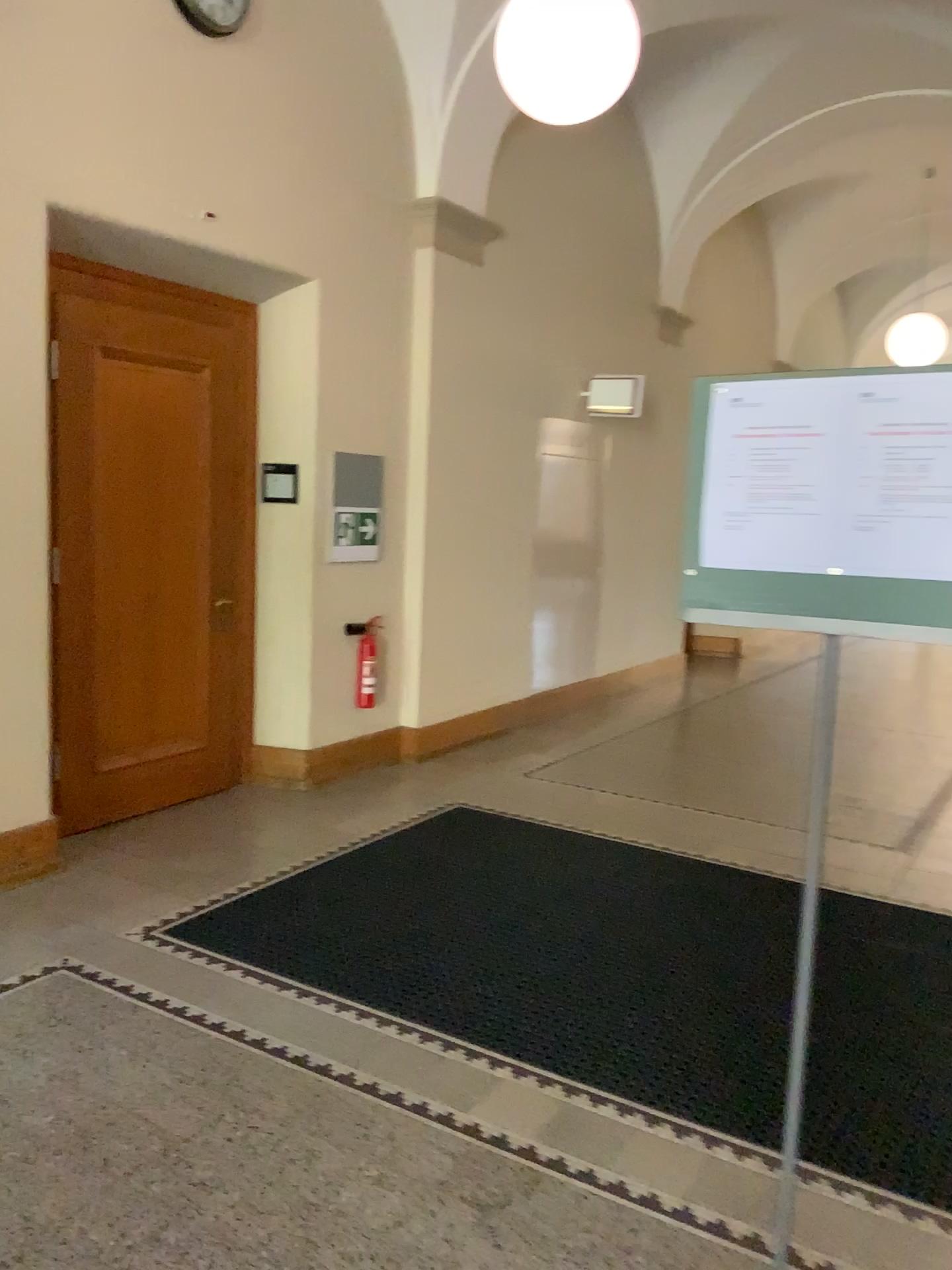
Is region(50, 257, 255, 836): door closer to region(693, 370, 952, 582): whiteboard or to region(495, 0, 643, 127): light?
region(495, 0, 643, 127): light

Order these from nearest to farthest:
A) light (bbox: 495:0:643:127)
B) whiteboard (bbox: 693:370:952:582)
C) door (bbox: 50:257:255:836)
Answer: whiteboard (bbox: 693:370:952:582) < light (bbox: 495:0:643:127) < door (bbox: 50:257:255:836)

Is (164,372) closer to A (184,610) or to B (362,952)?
A (184,610)

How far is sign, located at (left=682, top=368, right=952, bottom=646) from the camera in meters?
1.5 m

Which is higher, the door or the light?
the light

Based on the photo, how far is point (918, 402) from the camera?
1.5m

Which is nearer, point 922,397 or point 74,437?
point 922,397

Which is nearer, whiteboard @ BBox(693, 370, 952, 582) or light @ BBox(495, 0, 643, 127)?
whiteboard @ BBox(693, 370, 952, 582)

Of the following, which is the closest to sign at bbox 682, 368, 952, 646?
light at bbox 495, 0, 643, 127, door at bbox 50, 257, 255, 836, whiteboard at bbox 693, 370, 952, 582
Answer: whiteboard at bbox 693, 370, 952, 582

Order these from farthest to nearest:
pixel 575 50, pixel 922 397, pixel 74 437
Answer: pixel 74 437 < pixel 575 50 < pixel 922 397
